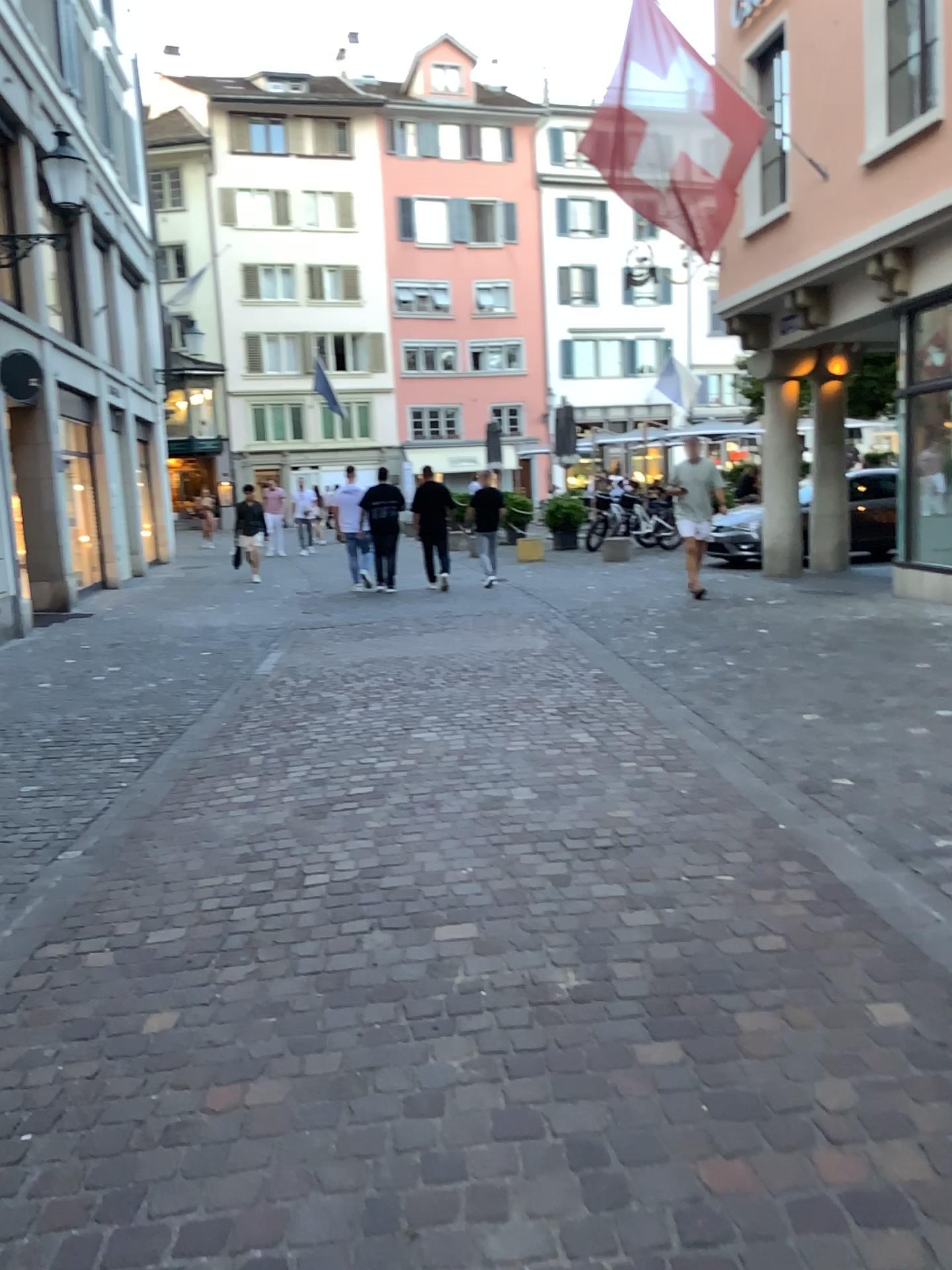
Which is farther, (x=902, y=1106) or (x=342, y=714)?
(x=342, y=714)
